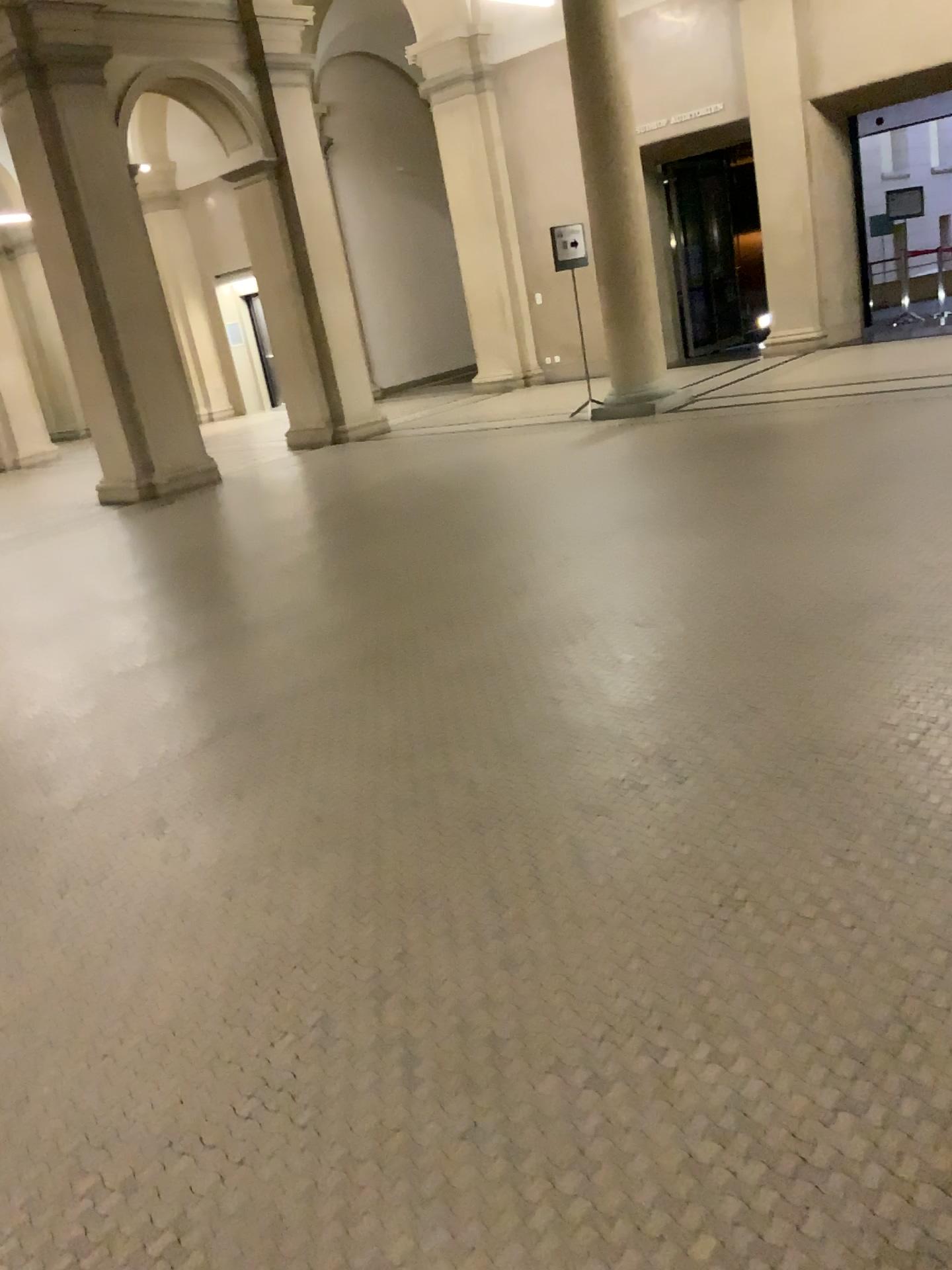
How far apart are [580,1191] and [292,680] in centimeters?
287cm
